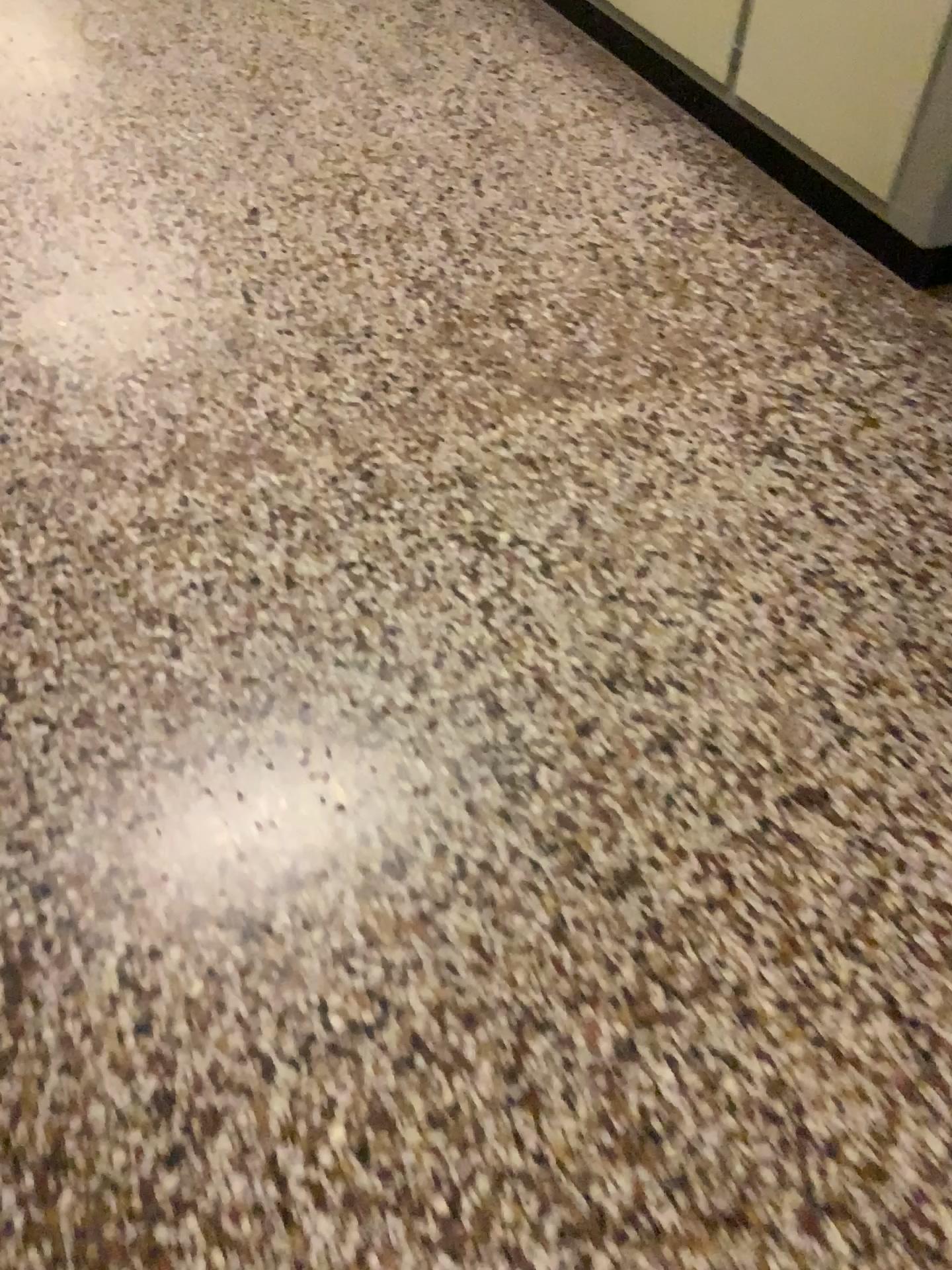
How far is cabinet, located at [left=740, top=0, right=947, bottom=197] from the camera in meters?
2.1 m

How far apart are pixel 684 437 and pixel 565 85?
1.65m

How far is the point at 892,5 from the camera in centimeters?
214cm

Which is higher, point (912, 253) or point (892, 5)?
point (892, 5)
